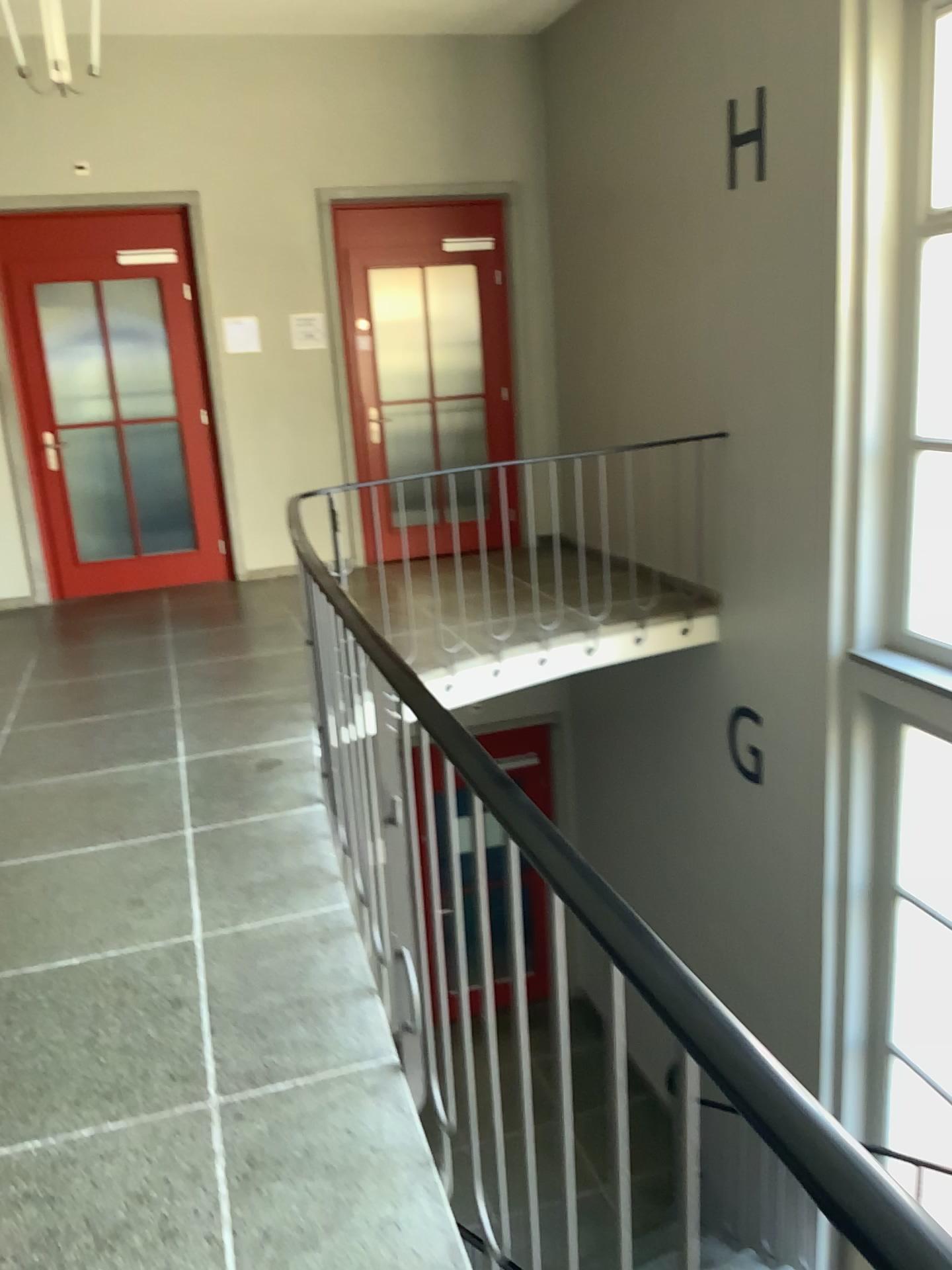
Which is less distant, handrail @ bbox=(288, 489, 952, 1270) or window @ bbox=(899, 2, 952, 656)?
handrail @ bbox=(288, 489, 952, 1270)

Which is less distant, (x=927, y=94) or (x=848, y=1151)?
(x=848, y=1151)

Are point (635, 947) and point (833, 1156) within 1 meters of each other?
yes

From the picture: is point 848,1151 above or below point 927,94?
below
